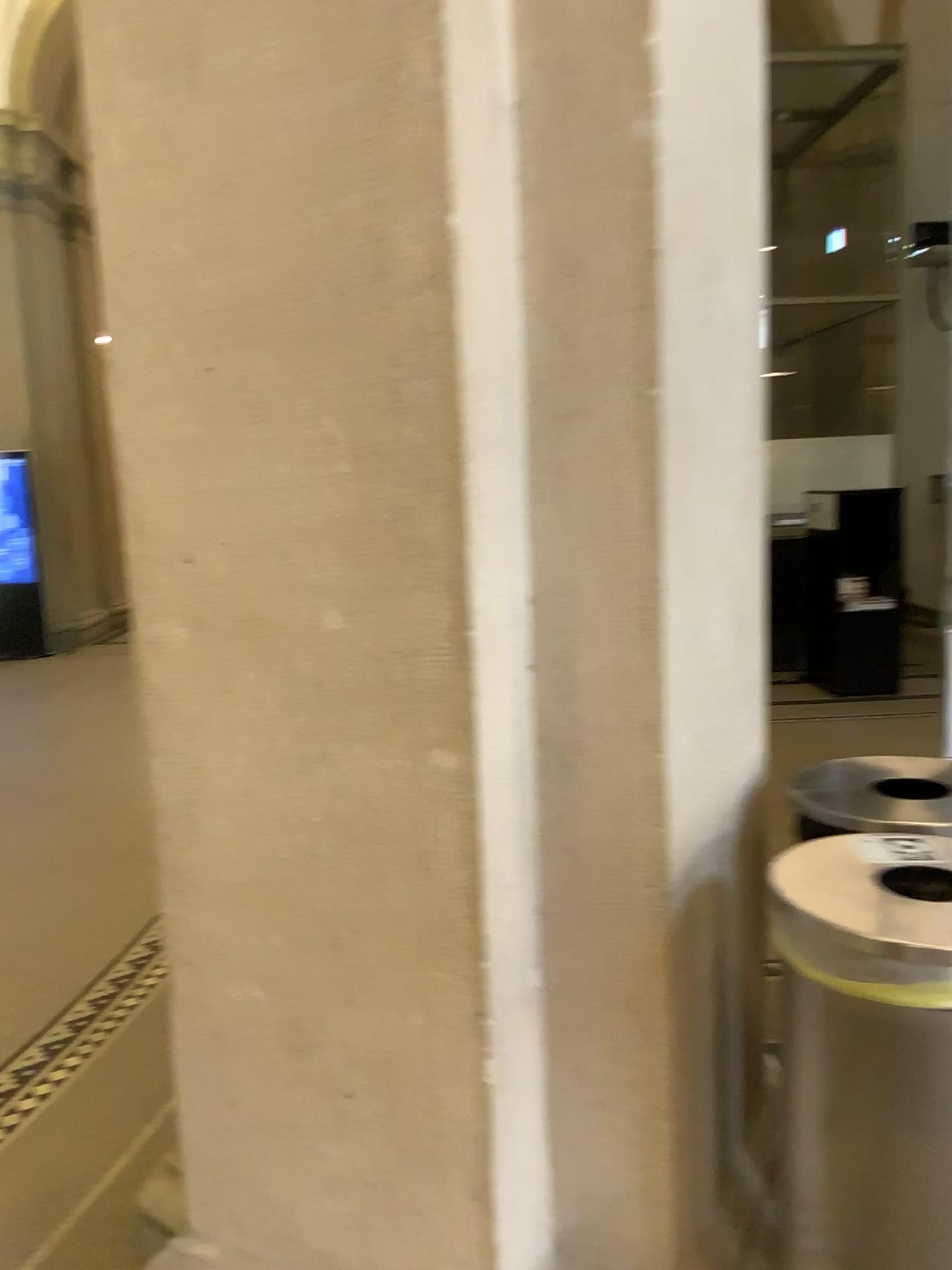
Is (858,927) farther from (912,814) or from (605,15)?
(605,15)

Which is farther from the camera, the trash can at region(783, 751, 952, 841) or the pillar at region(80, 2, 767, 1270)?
the trash can at region(783, 751, 952, 841)

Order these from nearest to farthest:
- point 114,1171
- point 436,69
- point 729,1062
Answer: point 436,69
point 729,1062
point 114,1171

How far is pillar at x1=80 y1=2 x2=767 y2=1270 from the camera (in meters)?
1.23

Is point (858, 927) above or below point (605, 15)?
below

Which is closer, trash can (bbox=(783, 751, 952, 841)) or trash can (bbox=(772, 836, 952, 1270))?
trash can (bbox=(772, 836, 952, 1270))

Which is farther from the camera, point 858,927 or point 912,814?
point 912,814
